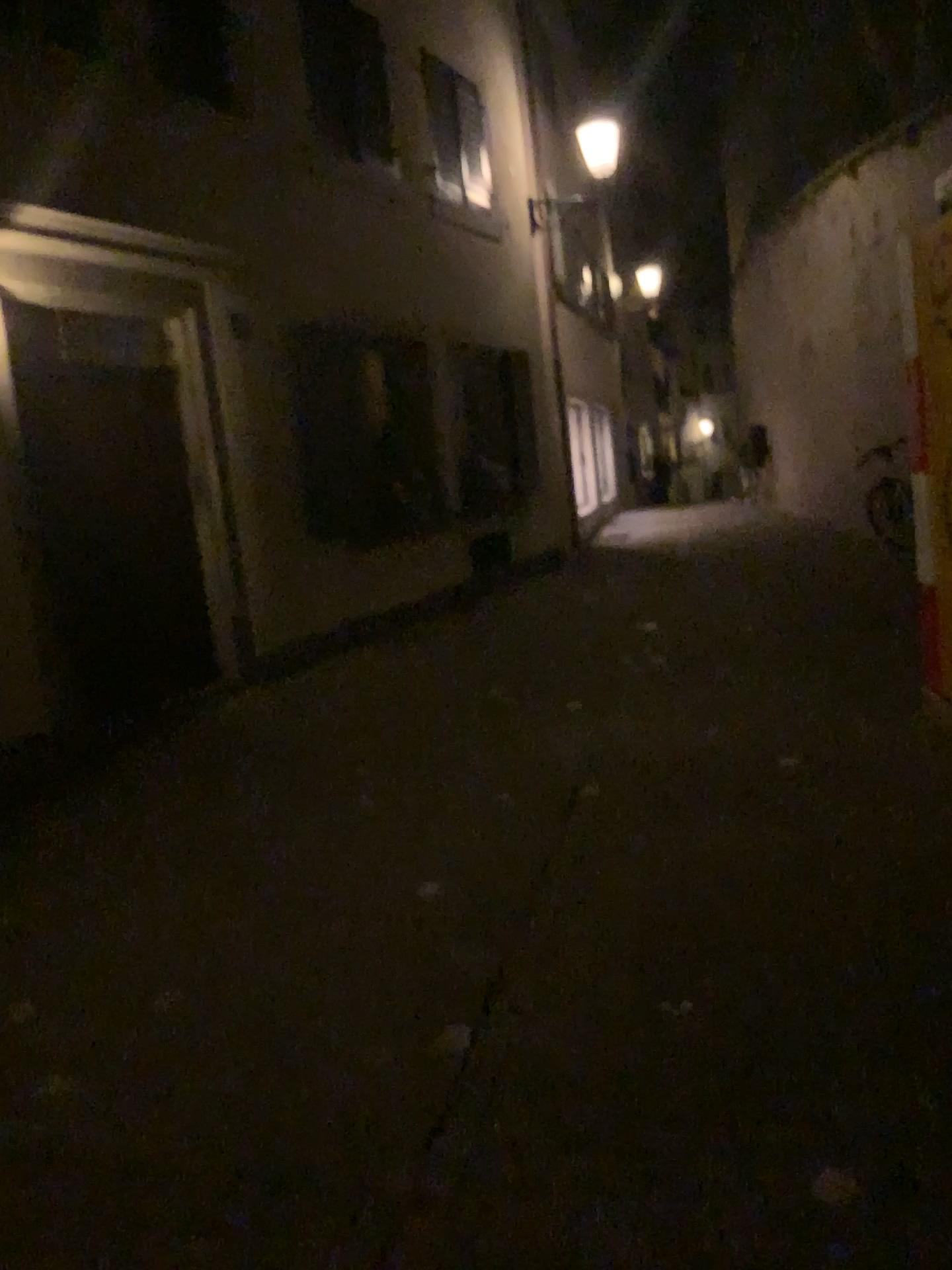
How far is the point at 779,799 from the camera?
4.1m
